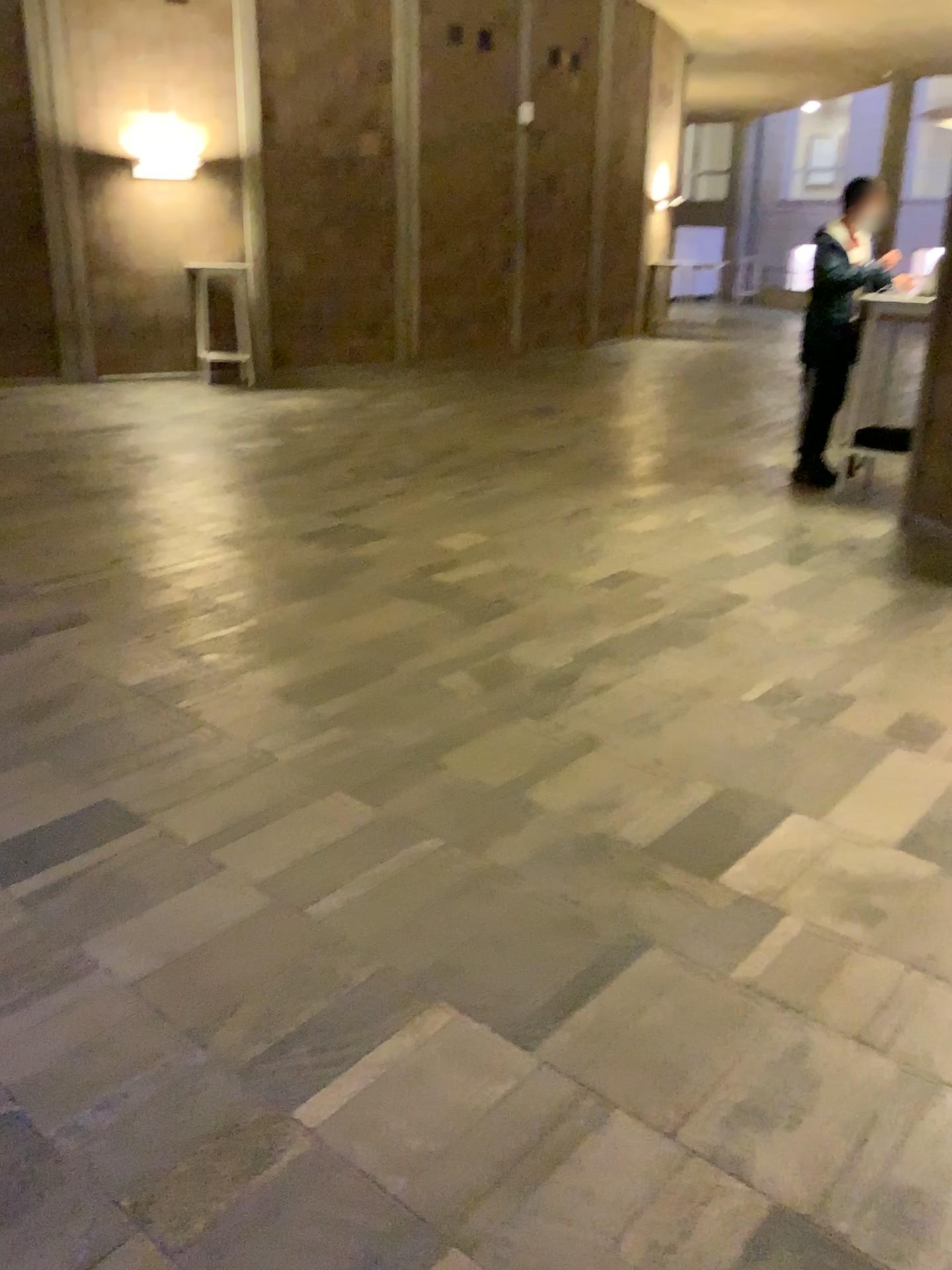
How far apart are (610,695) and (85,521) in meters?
3.2 m
